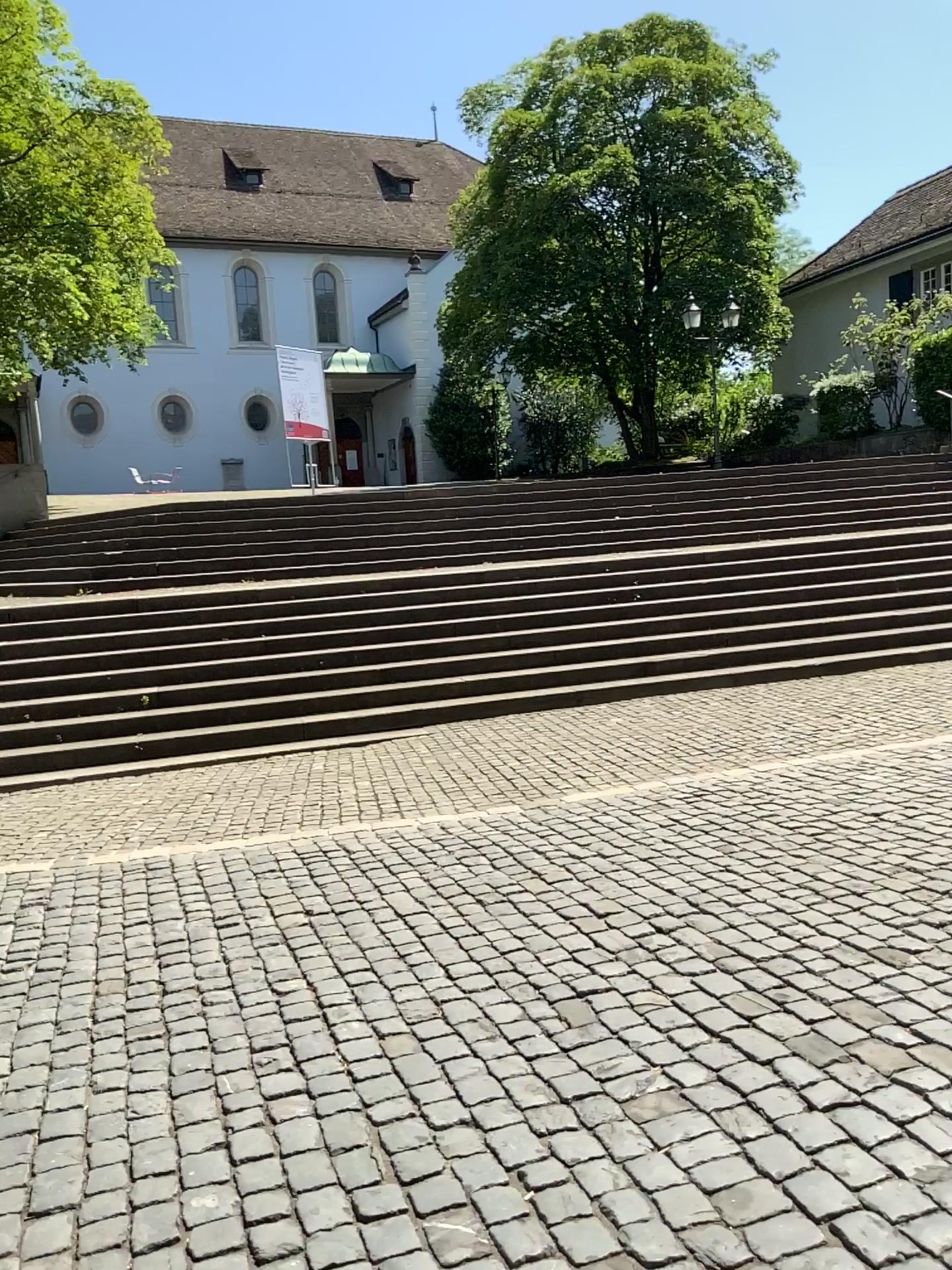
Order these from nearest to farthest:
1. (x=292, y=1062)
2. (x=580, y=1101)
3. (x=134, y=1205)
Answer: (x=134, y=1205) → (x=580, y=1101) → (x=292, y=1062)
